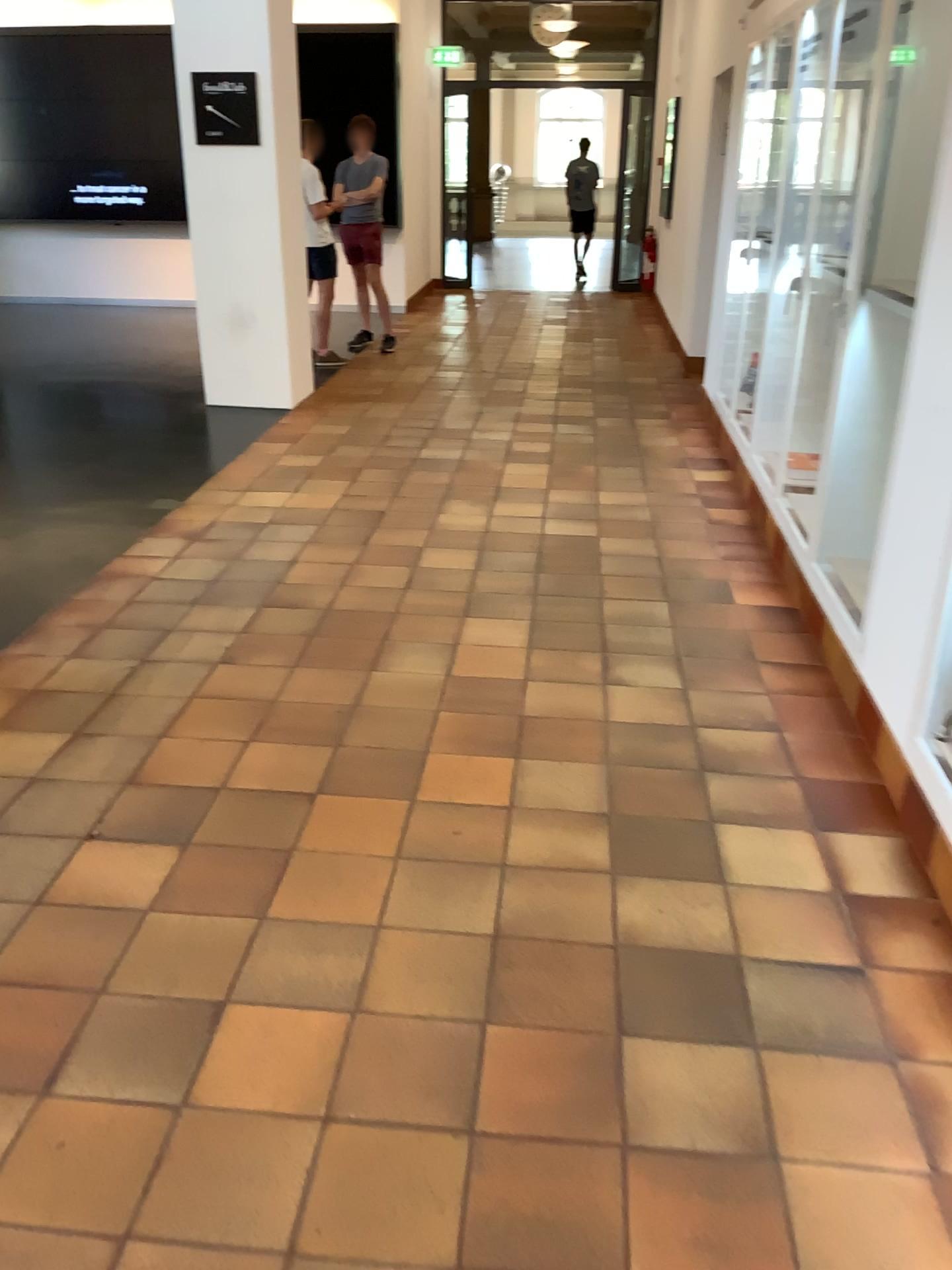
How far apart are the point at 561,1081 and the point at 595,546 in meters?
2.9
